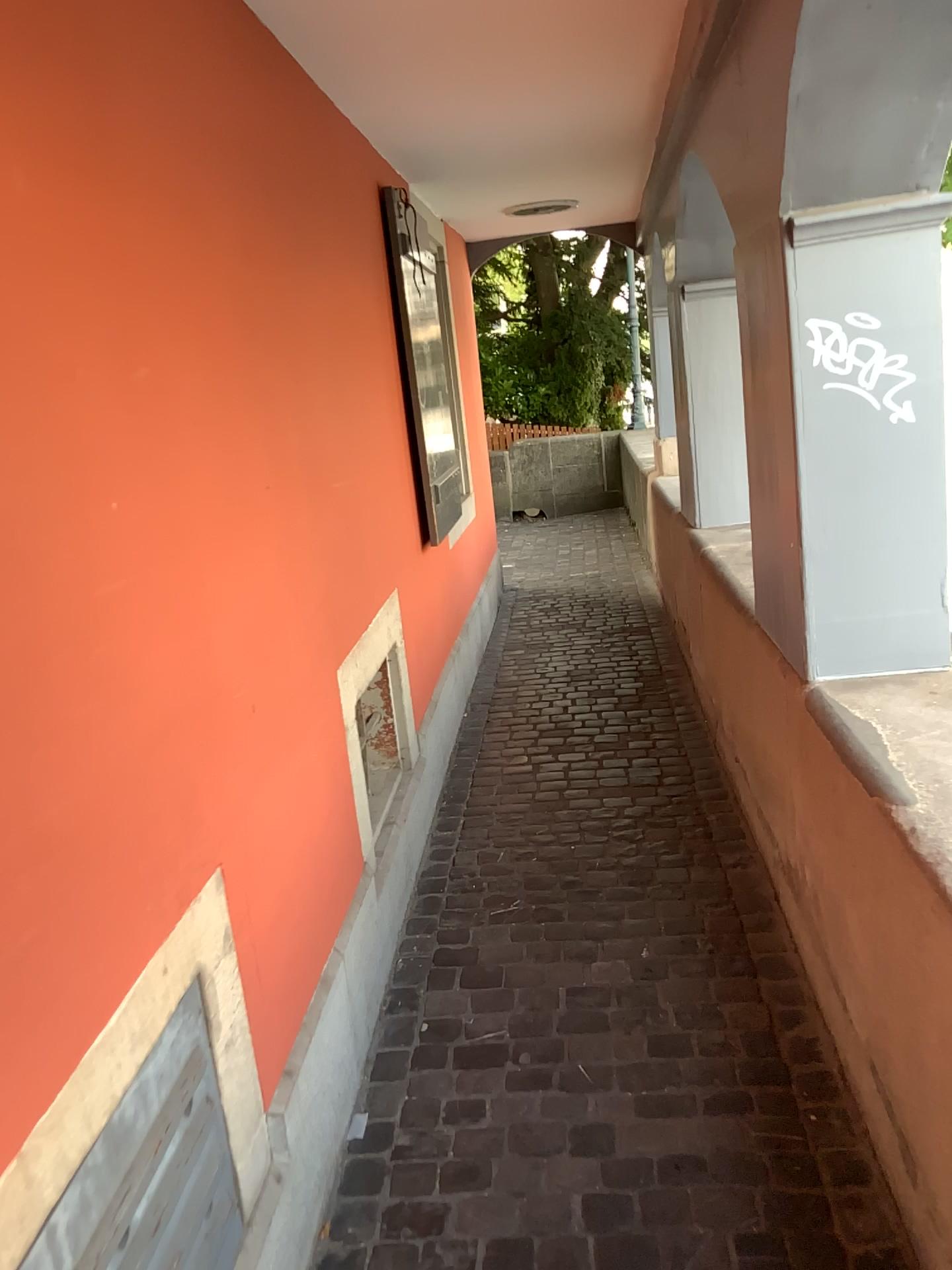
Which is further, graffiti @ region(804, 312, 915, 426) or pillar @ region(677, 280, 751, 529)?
pillar @ region(677, 280, 751, 529)

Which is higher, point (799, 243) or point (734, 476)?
point (799, 243)

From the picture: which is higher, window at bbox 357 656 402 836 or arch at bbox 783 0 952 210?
arch at bbox 783 0 952 210

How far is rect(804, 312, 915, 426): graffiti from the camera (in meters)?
2.05

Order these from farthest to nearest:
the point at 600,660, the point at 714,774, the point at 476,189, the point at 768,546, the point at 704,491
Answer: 1. the point at 600,660
2. the point at 476,189
3. the point at 704,491
4. the point at 714,774
5. the point at 768,546

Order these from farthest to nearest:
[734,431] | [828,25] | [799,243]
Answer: [734,431] → [799,243] → [828,25]

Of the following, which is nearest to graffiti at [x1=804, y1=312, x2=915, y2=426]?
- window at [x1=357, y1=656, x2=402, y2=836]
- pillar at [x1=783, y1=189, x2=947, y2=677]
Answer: pillar at [x1=783, y1=189, x2=947, y2=677]

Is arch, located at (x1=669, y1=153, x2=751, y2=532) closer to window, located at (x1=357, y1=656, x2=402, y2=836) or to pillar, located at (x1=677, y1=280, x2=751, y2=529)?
pillar, located at (x1=677, y1=280, x2=751, y2=529)

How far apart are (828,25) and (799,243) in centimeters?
42cm

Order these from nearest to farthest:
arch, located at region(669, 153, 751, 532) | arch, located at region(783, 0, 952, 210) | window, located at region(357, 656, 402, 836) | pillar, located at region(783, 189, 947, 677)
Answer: arch, located at region(783, 0, 952, 210)
pillar, located at region(783, 189, 947, 677)
window, located at region(357, 656, 402, 836)
arch, located at region(669, 153, 751, 532)
